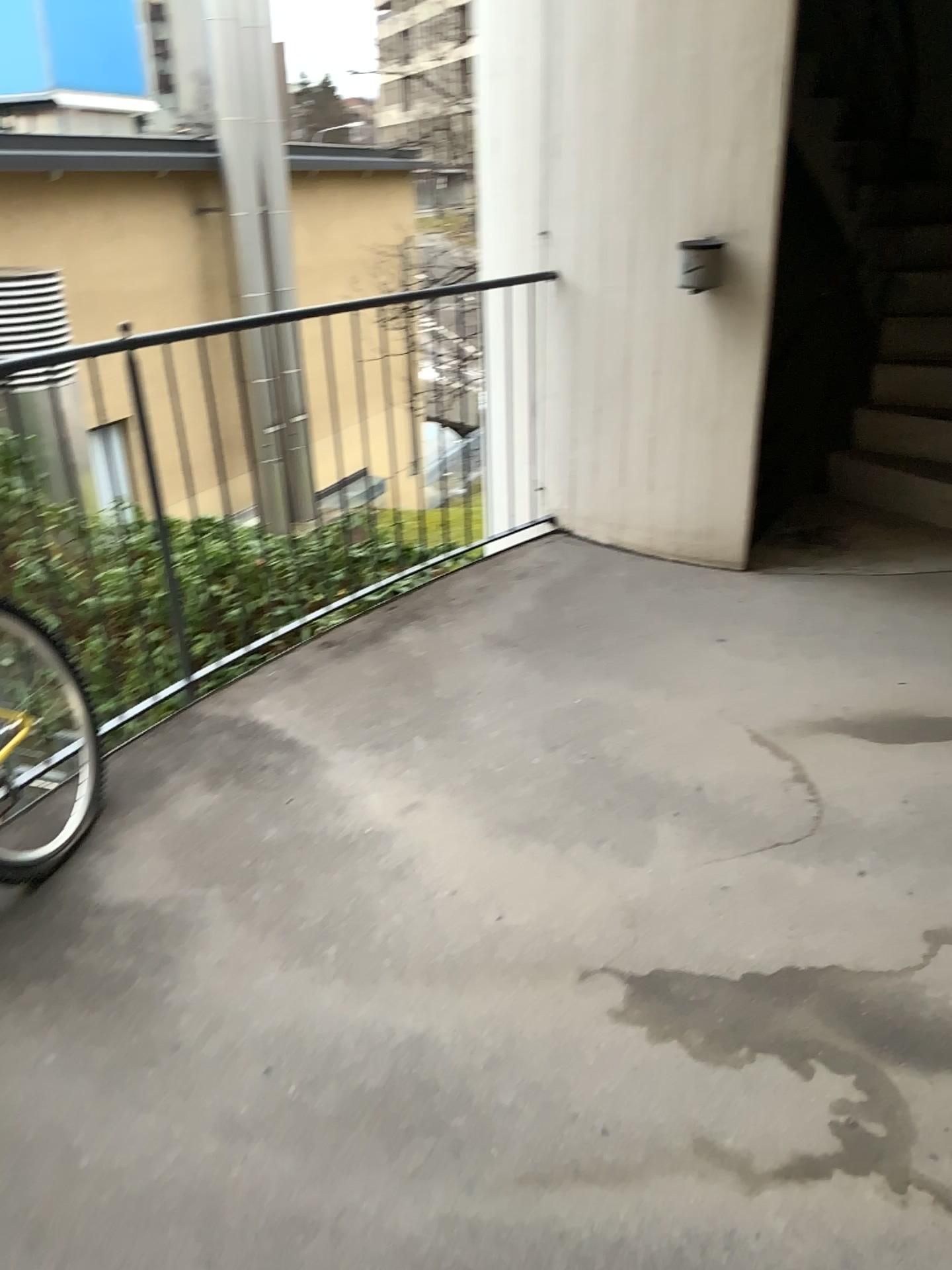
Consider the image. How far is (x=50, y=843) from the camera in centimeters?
230cm

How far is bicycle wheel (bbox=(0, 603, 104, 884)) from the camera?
2.3m

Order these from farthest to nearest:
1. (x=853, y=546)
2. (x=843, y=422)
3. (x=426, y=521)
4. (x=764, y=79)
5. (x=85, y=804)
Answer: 1. (x=843, y=422)
2. (x=853, y=546)
3. (x=426, y=521)
4. (x=764, y=79)
5. (x=85, y=804)
